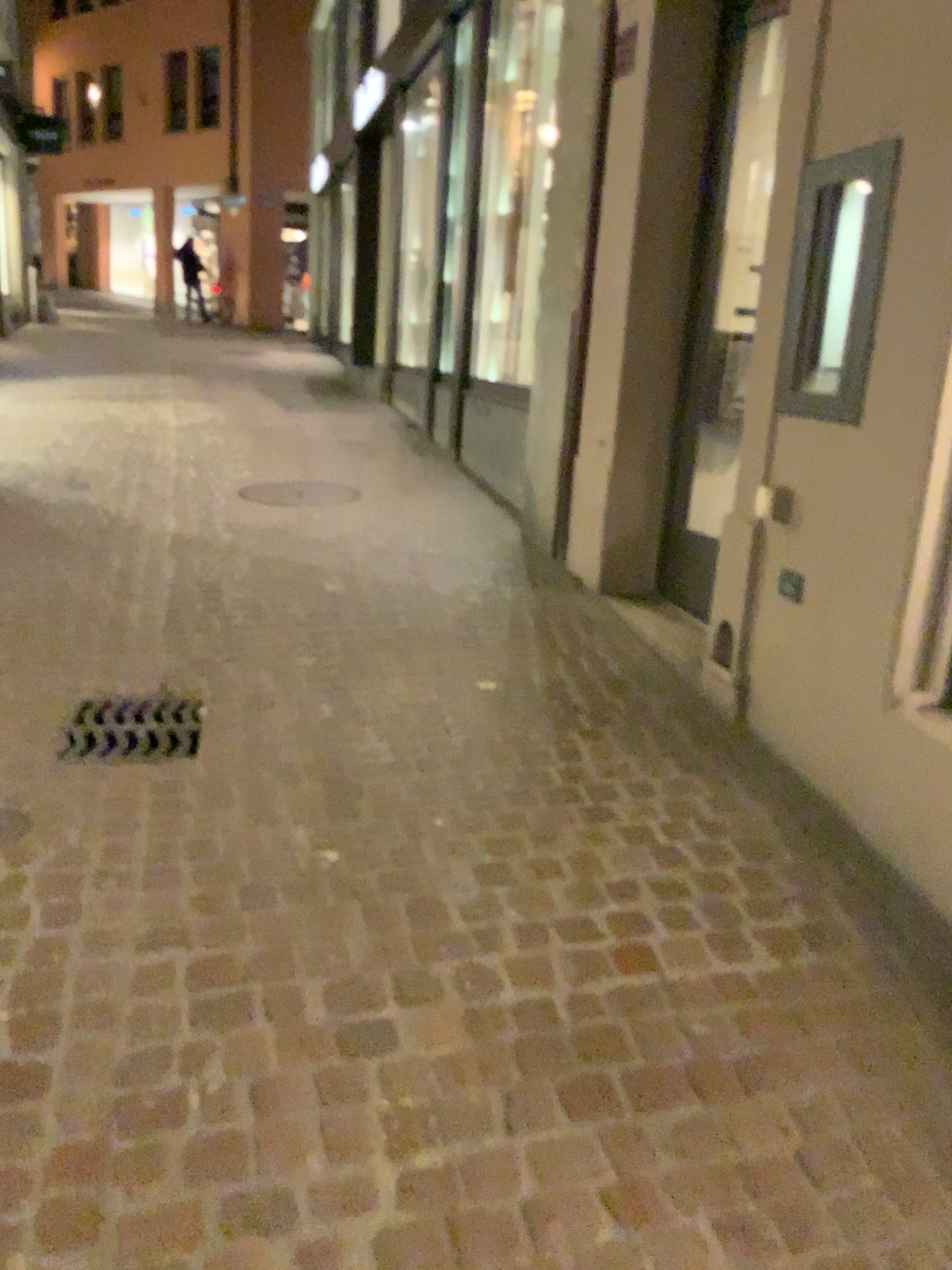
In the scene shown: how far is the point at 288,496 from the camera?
5.66m

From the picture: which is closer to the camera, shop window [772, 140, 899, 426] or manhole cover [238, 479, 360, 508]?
shop window [772, 140, 899, 426]

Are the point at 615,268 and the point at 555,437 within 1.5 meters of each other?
yes

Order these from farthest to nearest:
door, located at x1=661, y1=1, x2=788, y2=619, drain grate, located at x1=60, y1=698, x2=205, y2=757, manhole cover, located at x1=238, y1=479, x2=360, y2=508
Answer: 1. manhole cover, located at x1=238, y1=479, x2=360, y2=508
2. door, located at x1=661, y1=1, x2=788, y2=619
3. drain grate, located at x1=60, y1=698, x2=205, y2=757

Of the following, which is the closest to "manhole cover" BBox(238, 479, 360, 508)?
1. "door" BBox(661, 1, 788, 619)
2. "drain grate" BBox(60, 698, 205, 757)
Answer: "door" BBox(661, 1, 788, 619)

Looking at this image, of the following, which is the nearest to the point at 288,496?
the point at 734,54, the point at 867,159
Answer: the point at 734,54

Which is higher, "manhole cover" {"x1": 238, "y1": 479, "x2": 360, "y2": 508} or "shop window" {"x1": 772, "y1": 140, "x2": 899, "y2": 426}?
"shop window" {"x1": 772, "y1": 140, "x2": 899, "y2": 426}

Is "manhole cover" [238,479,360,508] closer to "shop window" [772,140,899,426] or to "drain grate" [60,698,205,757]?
"drain grate" [60,698,205,757]

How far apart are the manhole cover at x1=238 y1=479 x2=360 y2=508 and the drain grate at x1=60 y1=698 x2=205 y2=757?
2.67m

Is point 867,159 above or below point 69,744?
above
